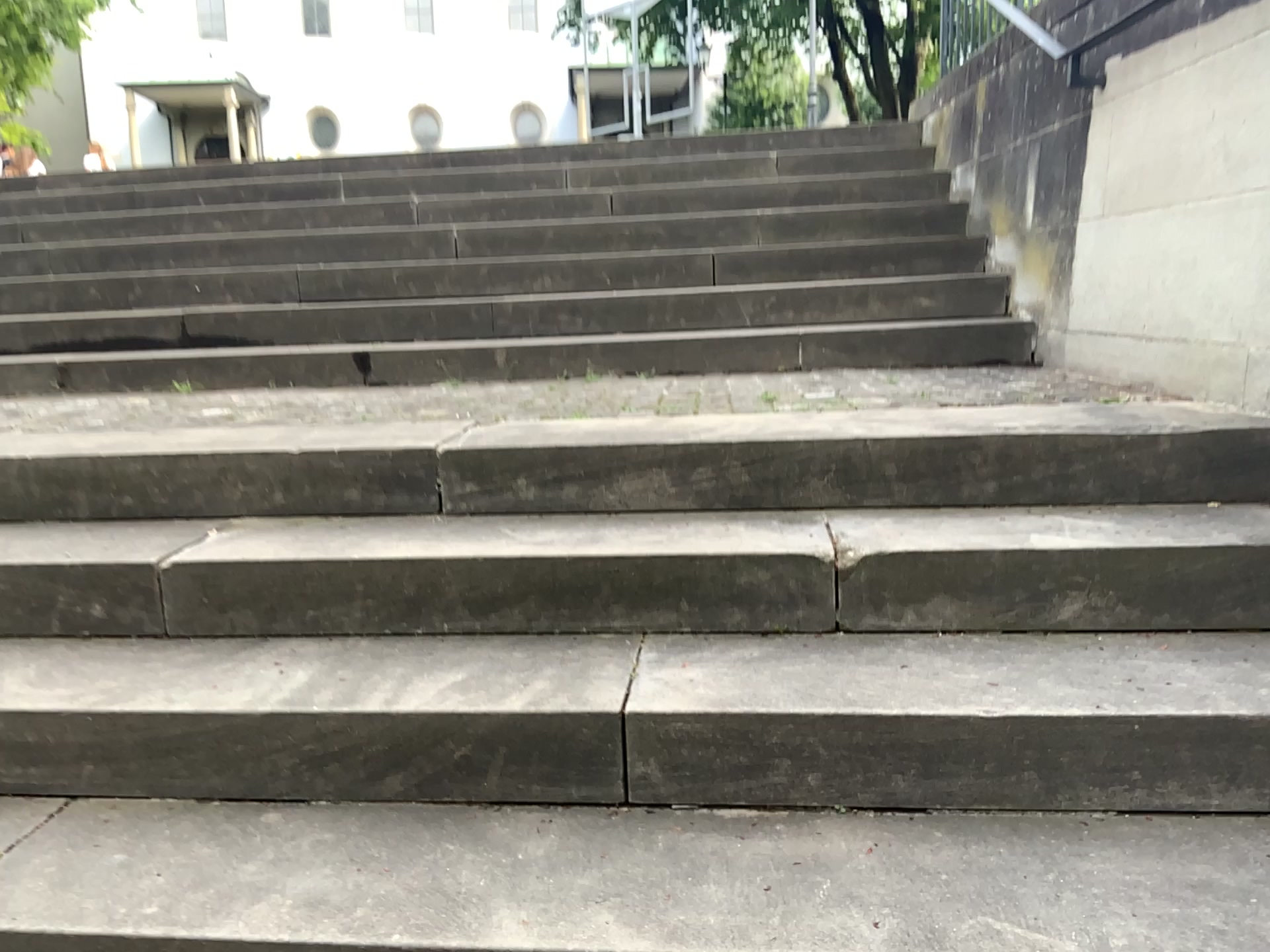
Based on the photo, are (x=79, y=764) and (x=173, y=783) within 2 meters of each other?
yes
